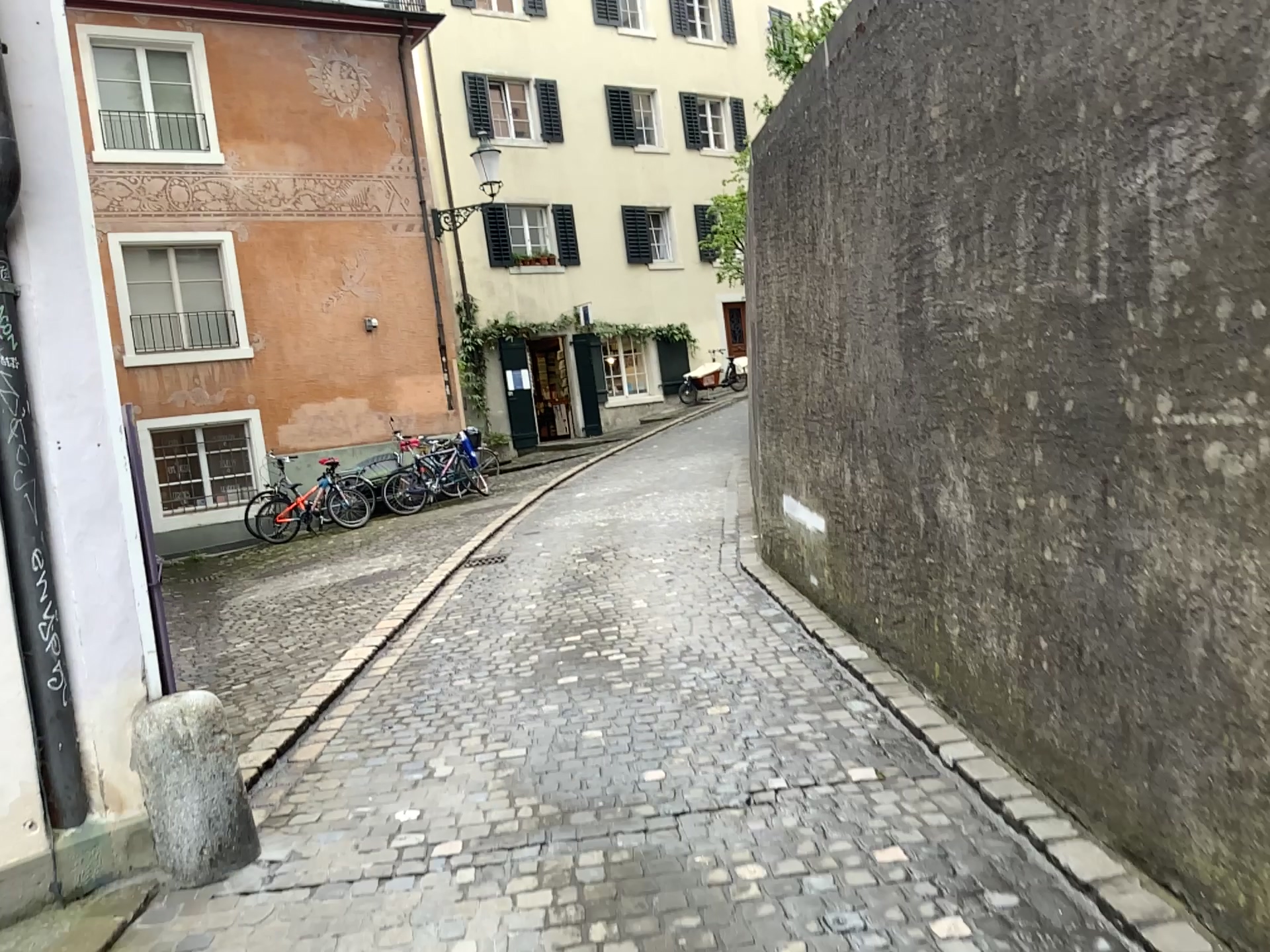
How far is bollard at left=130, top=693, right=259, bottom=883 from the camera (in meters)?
3.22

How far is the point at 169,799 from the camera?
3.2m

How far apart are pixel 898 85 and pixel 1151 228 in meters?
2.0 m
